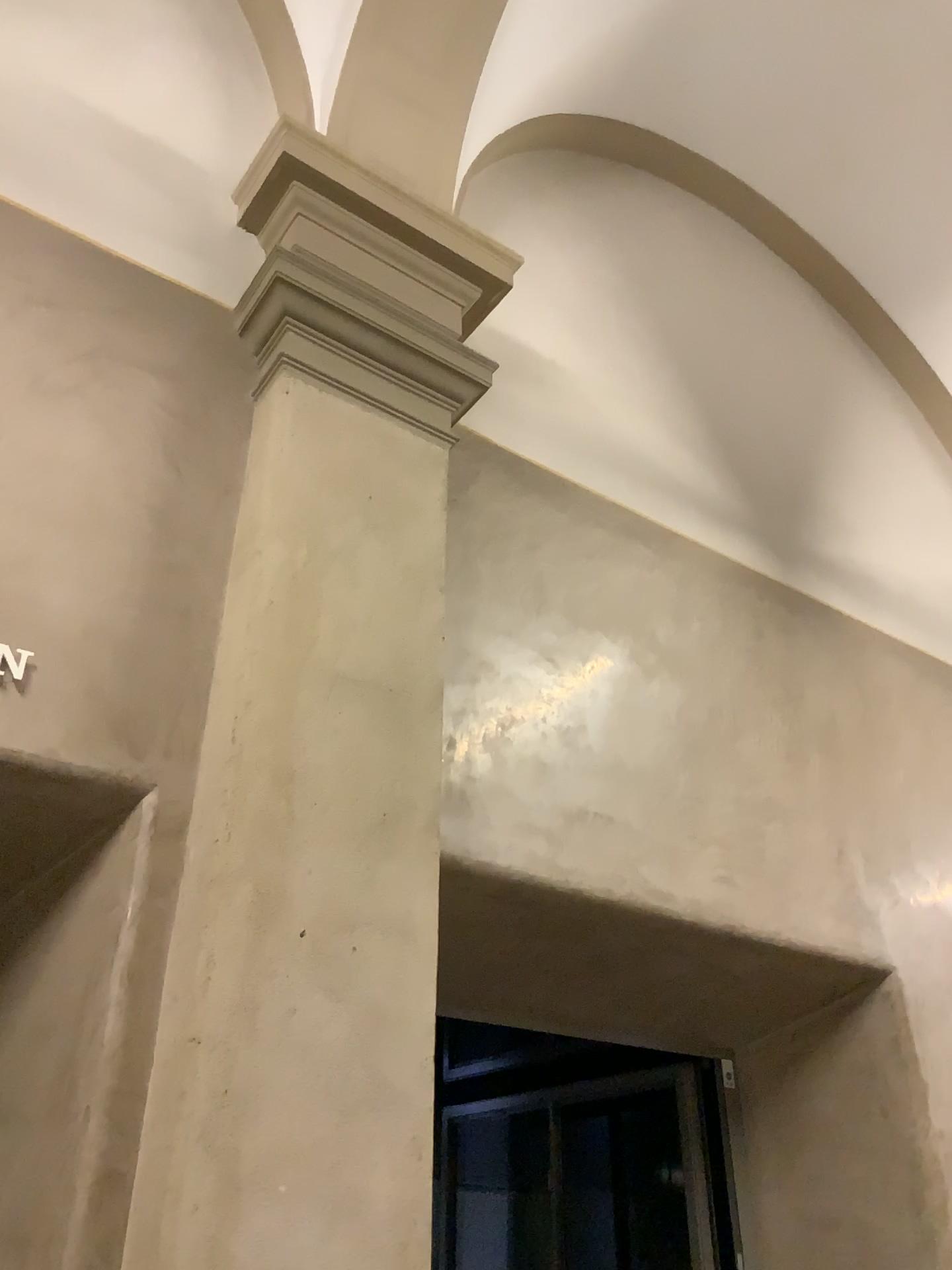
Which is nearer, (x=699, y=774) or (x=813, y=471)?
(x=699, y=774)

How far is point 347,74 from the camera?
3.5m

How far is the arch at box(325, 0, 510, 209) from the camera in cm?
350
